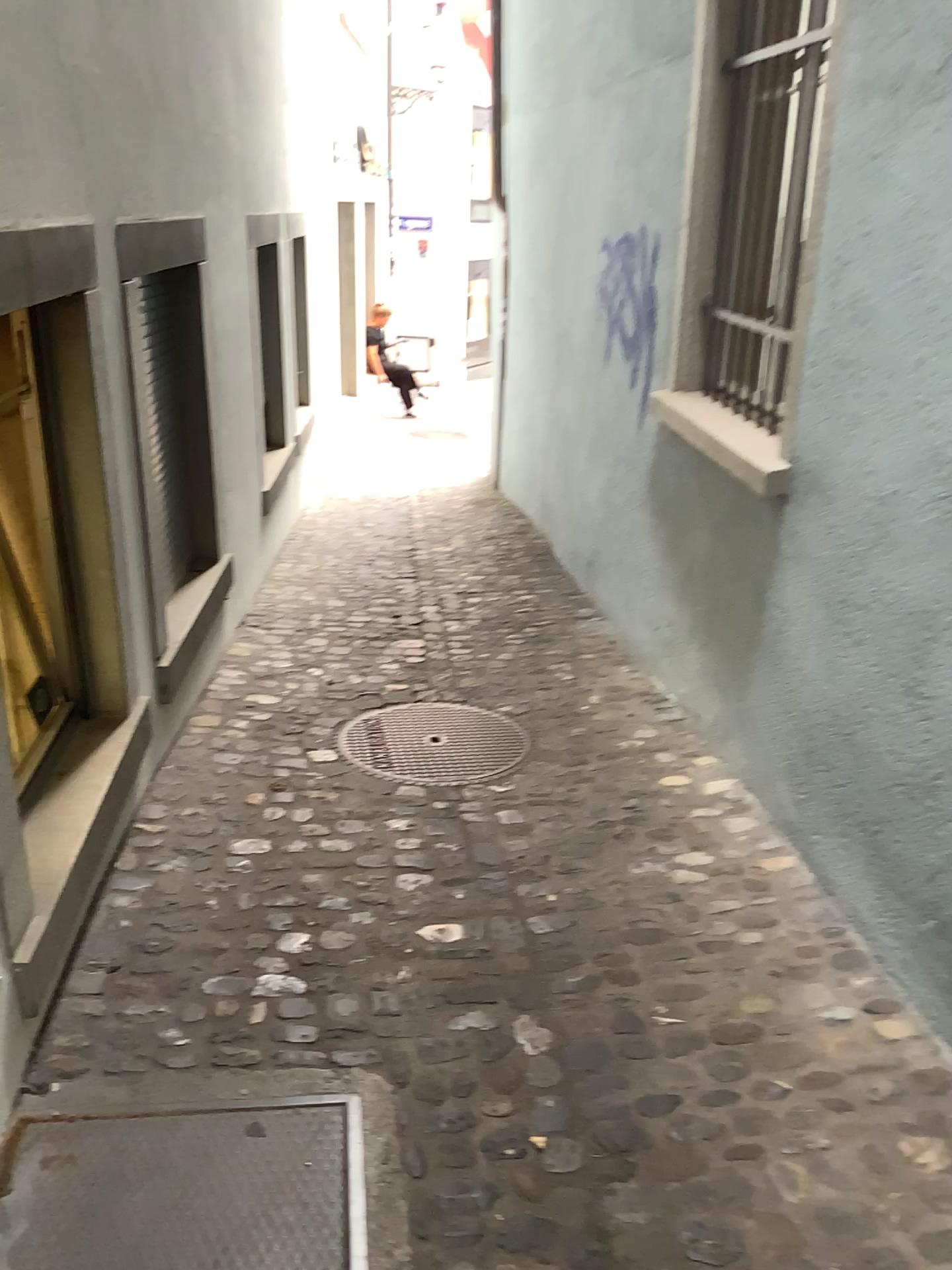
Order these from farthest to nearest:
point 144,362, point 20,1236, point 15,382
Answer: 1. point 144,362
2. point 15,382
3. point 20,1236

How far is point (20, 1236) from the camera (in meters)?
1.73

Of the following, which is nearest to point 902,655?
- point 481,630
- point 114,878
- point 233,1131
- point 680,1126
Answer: point 680,1126

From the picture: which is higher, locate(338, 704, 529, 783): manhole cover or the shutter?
the shutter

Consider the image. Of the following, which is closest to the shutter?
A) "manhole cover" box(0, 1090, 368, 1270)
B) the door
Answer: the door

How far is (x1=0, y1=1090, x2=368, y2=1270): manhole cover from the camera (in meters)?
1.73

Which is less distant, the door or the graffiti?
the door

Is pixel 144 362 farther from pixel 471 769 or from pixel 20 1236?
pixel 20 1236

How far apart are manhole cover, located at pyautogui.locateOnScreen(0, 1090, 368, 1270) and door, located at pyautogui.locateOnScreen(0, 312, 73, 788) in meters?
0.9 m

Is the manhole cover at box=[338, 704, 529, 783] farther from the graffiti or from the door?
the graffiti
